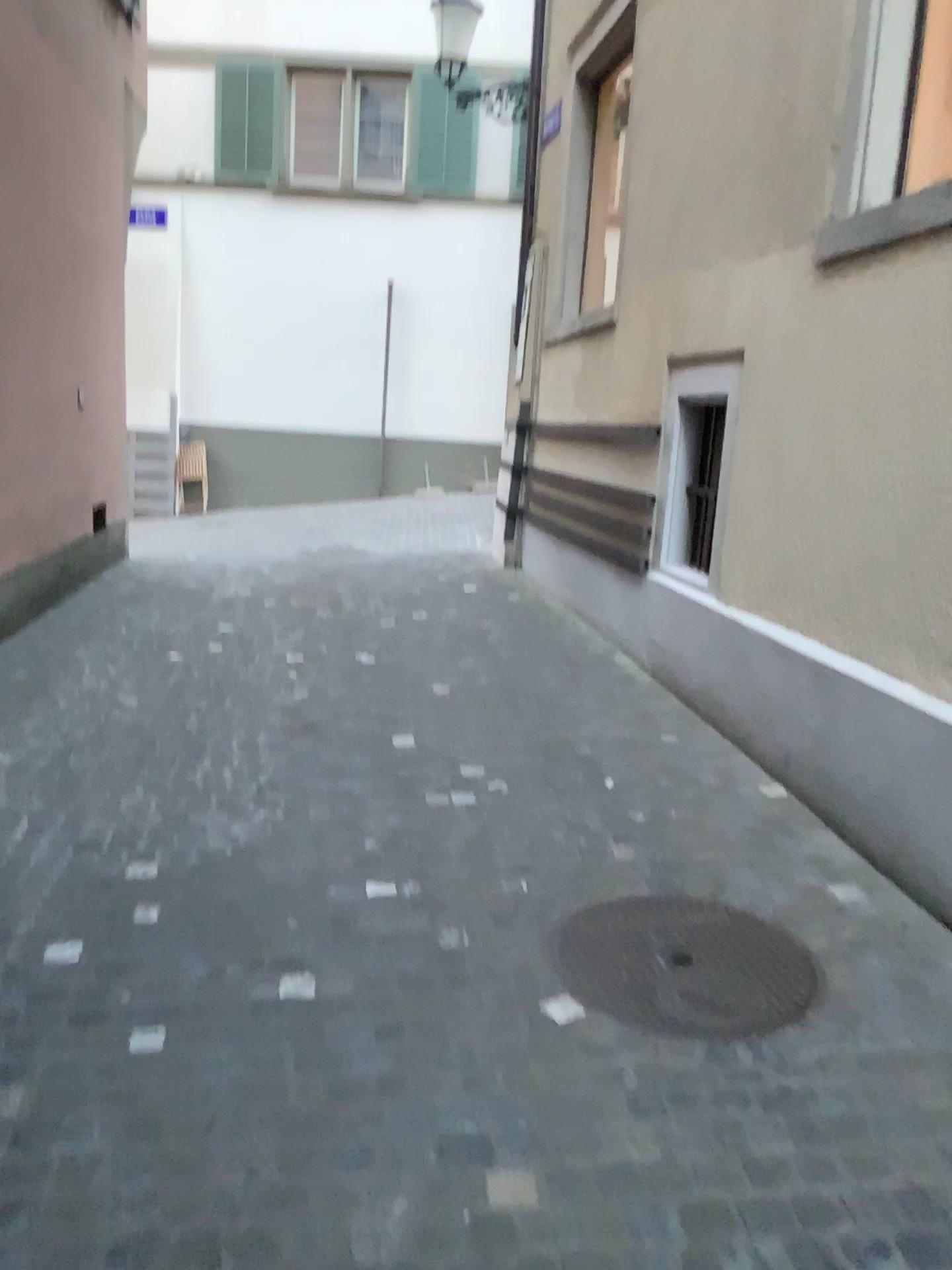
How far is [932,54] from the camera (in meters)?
3.65

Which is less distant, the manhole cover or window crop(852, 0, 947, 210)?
the manhole cover

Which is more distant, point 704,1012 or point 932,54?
point 932,54

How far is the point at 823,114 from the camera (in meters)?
3.90

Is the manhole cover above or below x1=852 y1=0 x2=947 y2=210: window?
below

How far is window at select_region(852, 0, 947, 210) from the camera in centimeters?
365cm

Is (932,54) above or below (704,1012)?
above
